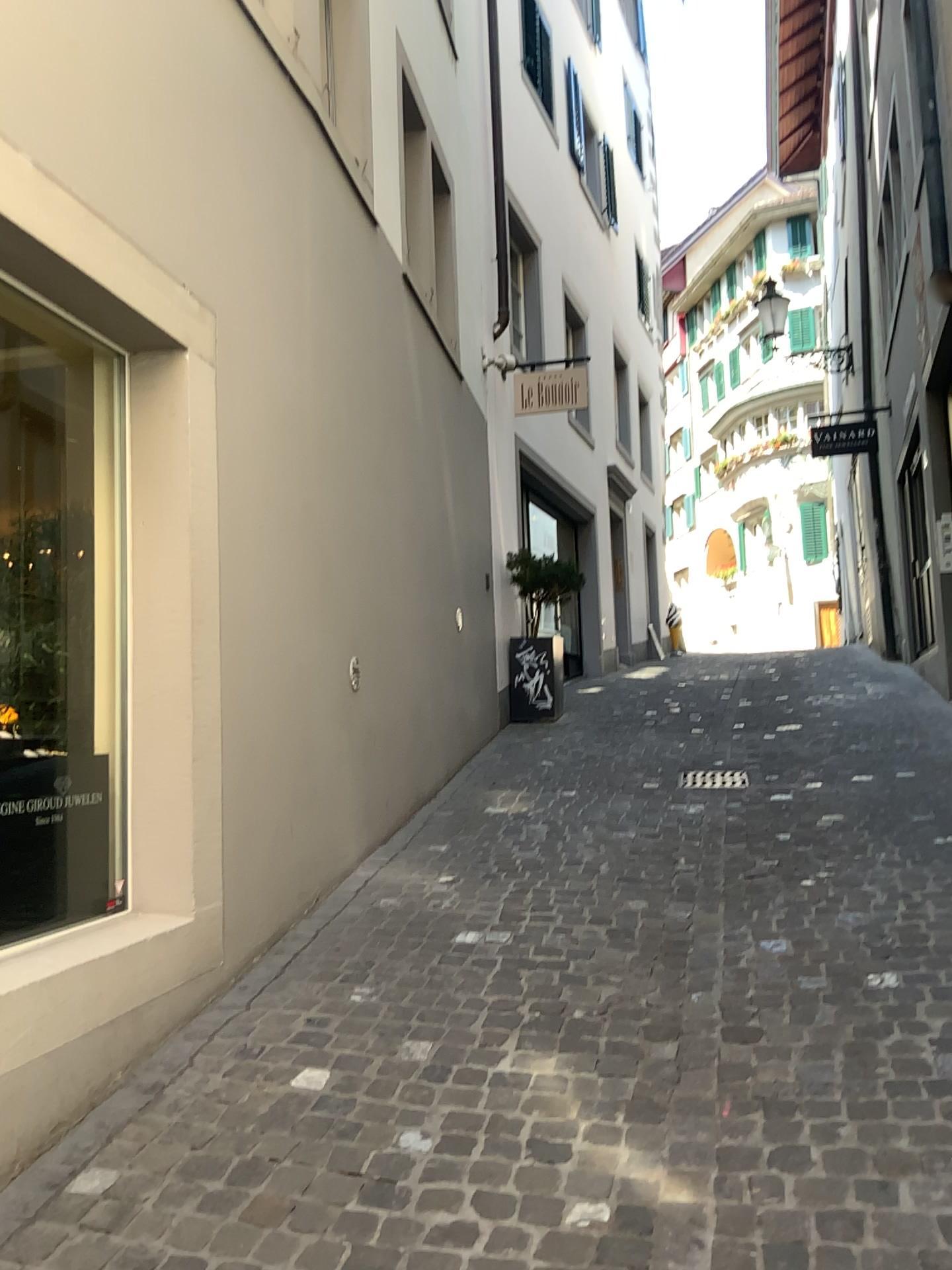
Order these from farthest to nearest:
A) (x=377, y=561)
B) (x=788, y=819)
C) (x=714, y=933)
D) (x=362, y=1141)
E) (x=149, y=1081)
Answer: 1. (x=377, y=561)
2. (x=788, y=819)
3. (x=714, y=933)
4. (x=149, y=1081)
5. (x=362, y=1141)
